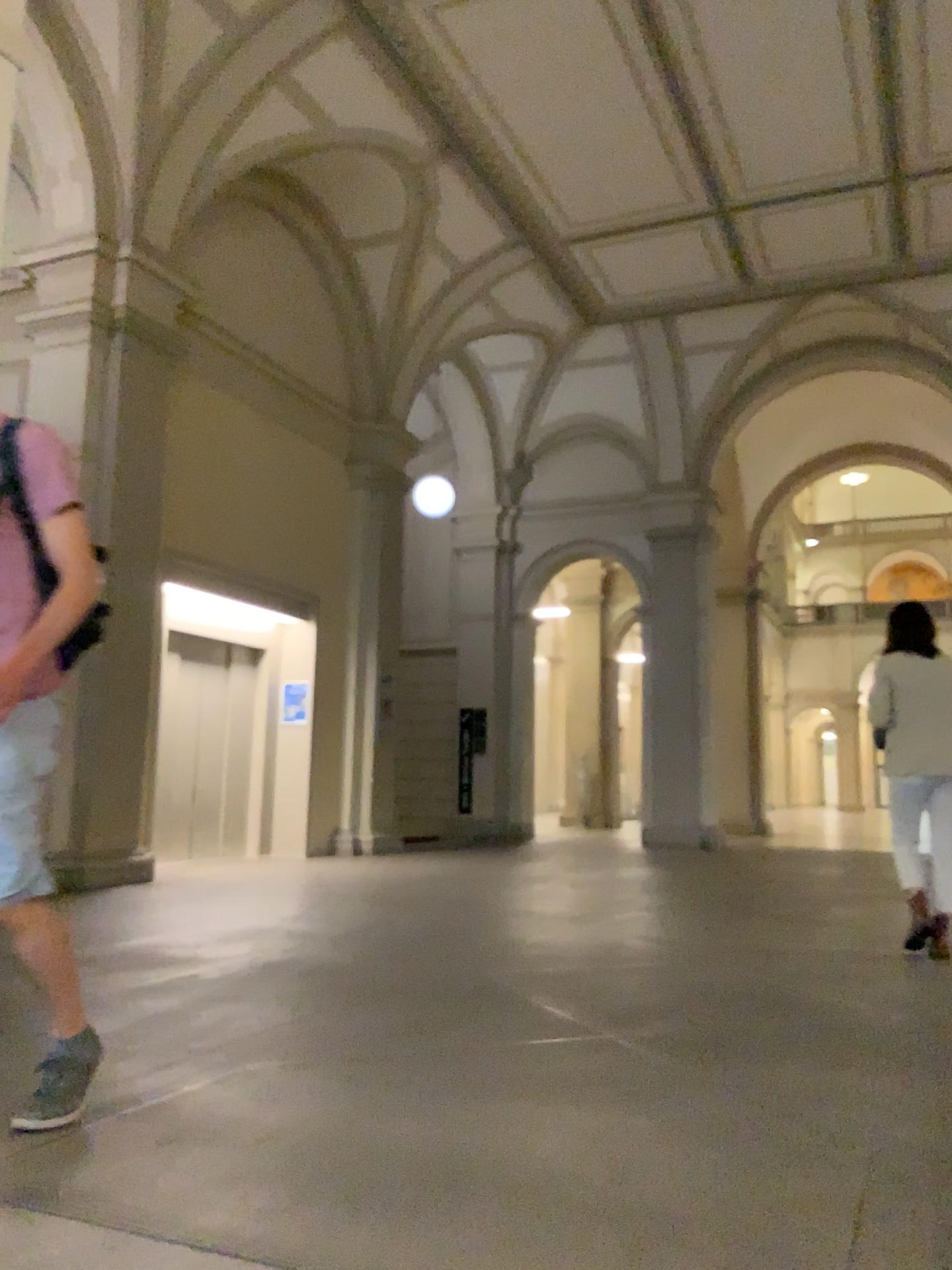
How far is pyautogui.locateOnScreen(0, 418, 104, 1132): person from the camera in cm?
220

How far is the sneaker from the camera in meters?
2.3 m

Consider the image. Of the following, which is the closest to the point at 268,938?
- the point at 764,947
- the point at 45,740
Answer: the point at 764,947

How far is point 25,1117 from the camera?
2.29m

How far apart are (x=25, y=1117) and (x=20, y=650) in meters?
1.0 m

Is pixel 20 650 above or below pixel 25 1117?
above
